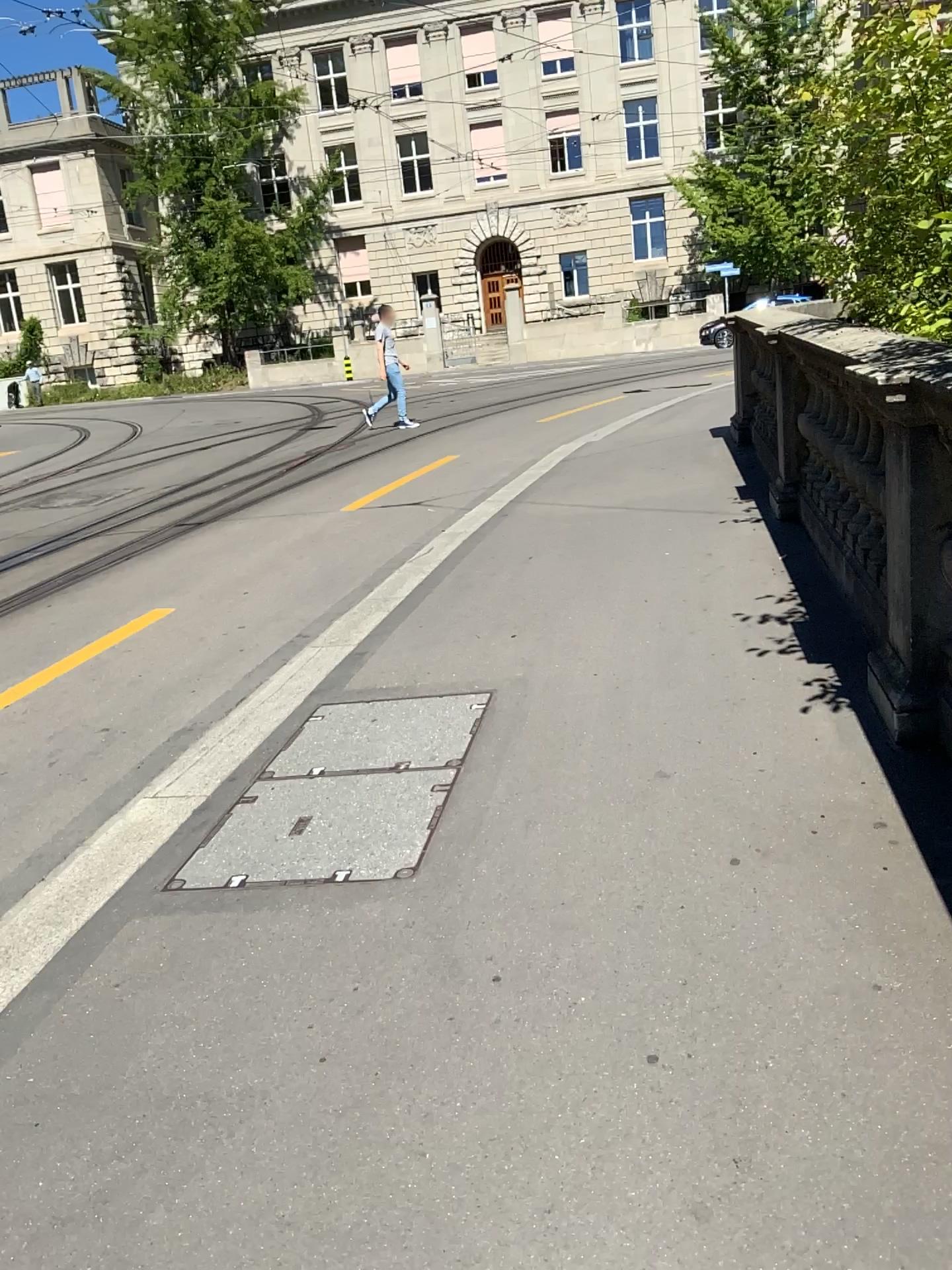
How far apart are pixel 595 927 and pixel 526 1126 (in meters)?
0.61
